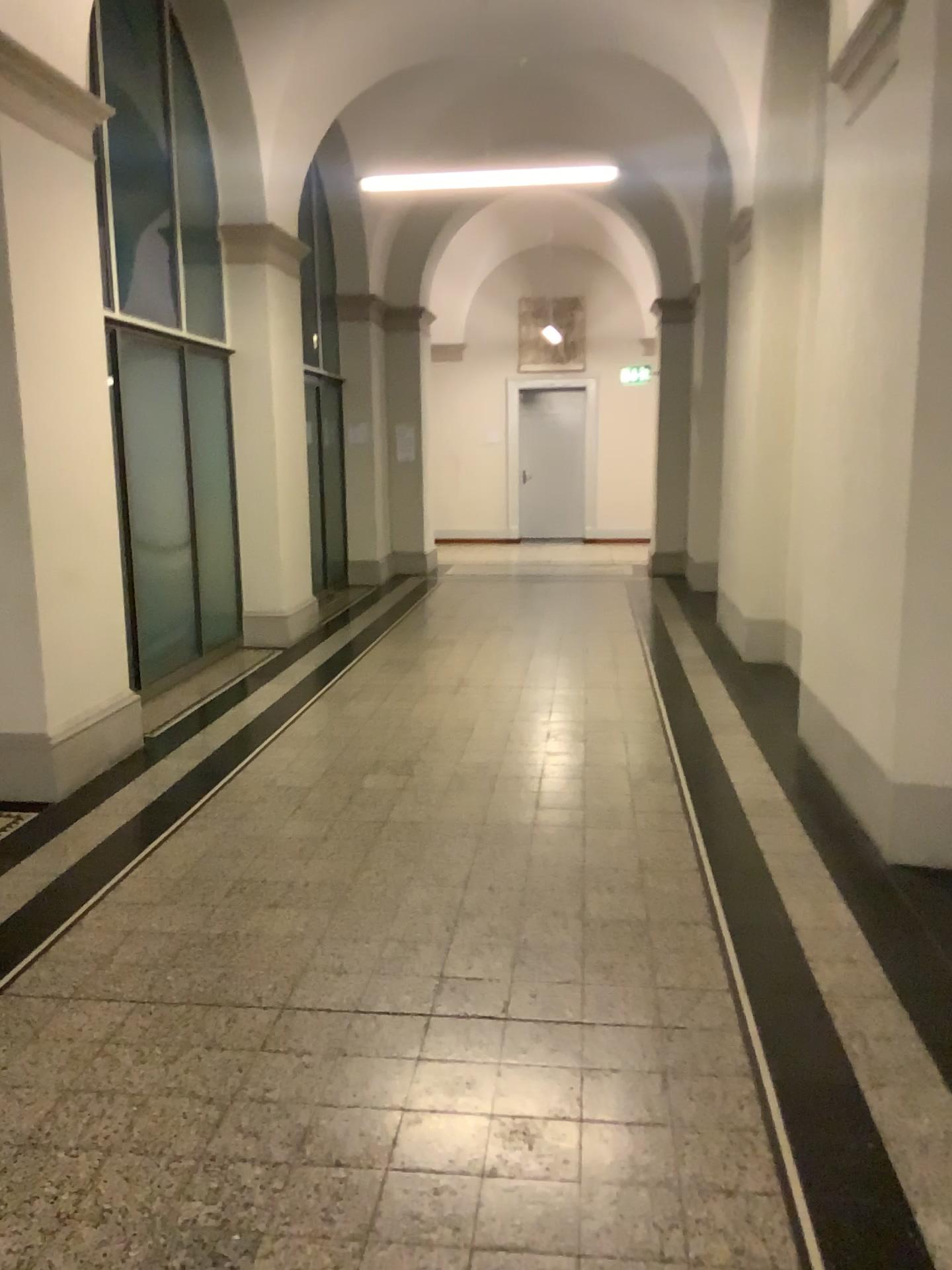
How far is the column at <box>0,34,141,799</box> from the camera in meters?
4.3

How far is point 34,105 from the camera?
4.3m

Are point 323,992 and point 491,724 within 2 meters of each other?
no
